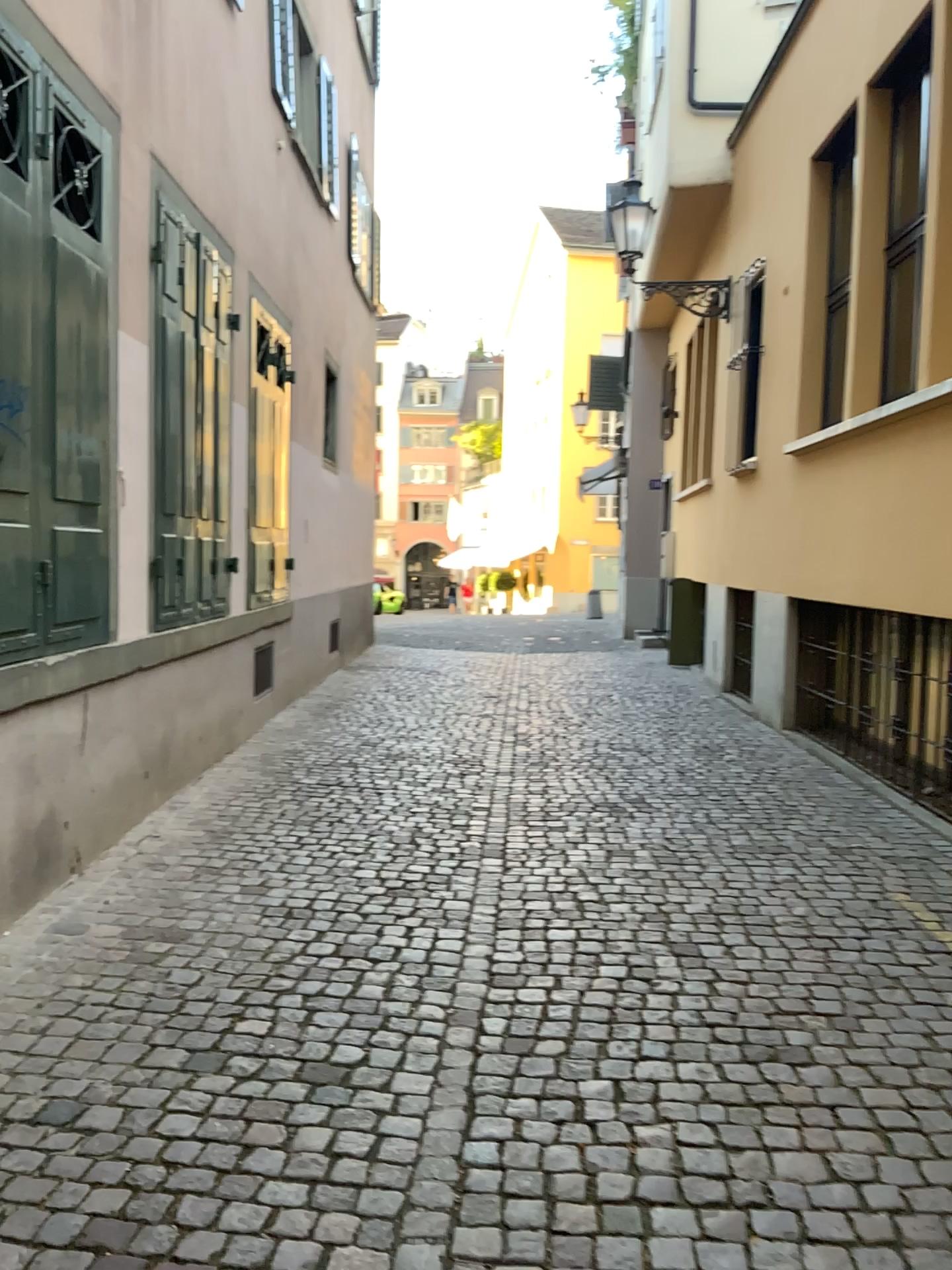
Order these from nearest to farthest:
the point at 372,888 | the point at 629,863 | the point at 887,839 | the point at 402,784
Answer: the point at 372,888 < the point at 629,863 < the point at 887,839 < the point at 402,784
